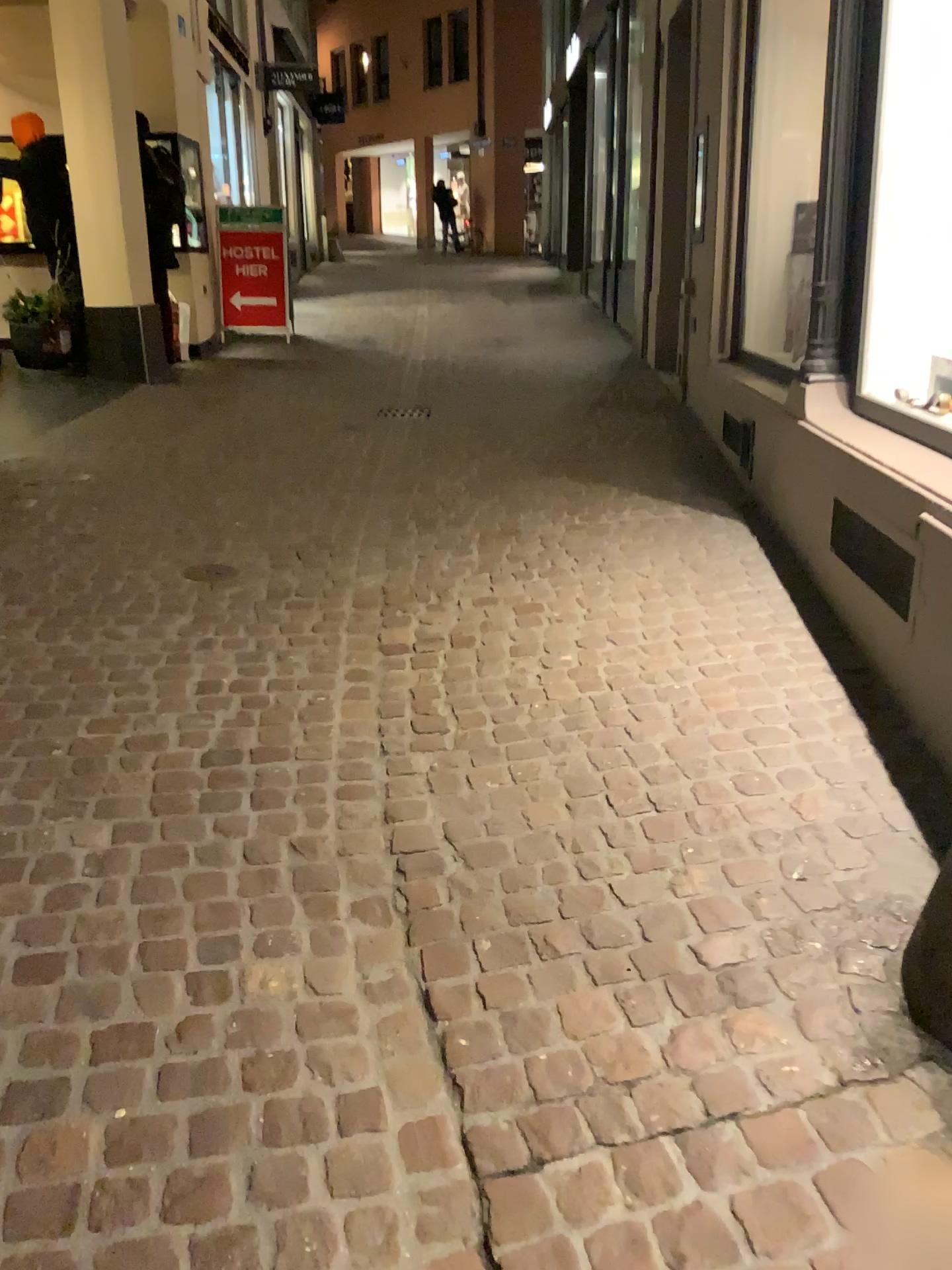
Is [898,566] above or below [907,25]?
below

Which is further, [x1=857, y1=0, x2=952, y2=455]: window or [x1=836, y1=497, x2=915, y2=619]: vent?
[x1=857, y1=0, x2=952, y2=455]: window

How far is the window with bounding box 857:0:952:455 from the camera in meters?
3.4

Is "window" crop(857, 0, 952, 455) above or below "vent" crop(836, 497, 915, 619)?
above

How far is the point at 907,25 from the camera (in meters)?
3.41

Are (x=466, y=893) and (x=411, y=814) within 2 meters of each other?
yes

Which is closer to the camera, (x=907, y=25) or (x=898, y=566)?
(x=898, y=566)
